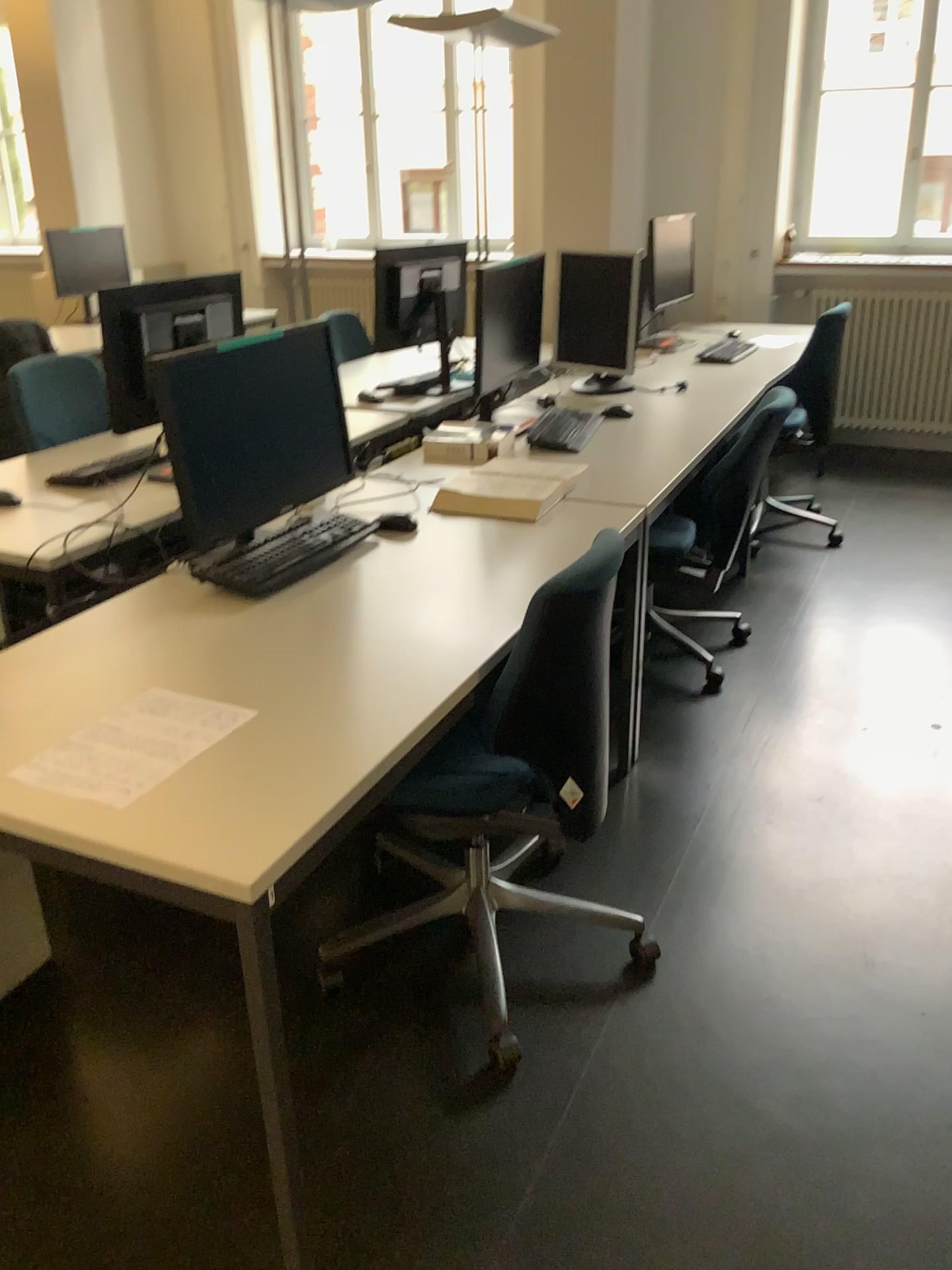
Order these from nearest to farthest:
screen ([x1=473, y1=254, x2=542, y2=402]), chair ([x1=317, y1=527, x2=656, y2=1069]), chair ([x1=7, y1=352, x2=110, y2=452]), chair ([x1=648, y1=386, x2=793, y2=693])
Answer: chair ([x1=317, y1=527, x2=656, y2=1069])
chair ([x1=648, y1=386, x2=793, y2=693])
chair ([x1=7, y1=352, x2=110, y2=452])
screen ([x1=473, y1=254, x2=542, y2=402])

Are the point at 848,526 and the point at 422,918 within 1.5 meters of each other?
no

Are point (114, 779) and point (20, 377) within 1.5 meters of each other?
no

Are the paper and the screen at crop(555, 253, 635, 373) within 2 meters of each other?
no

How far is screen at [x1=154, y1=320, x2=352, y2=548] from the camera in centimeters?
199cm

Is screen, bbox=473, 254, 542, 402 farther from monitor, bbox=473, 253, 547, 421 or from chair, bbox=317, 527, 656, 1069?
chair, bbox=317, 527, 656, 1069

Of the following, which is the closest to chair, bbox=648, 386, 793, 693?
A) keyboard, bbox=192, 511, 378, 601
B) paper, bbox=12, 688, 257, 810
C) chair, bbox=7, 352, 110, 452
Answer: keyboard, bbox=192, 511, 378, 601

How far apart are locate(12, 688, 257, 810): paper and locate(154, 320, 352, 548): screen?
0.38m

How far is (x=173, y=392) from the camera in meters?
2.0 m

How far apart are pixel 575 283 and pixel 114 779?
2.92m
